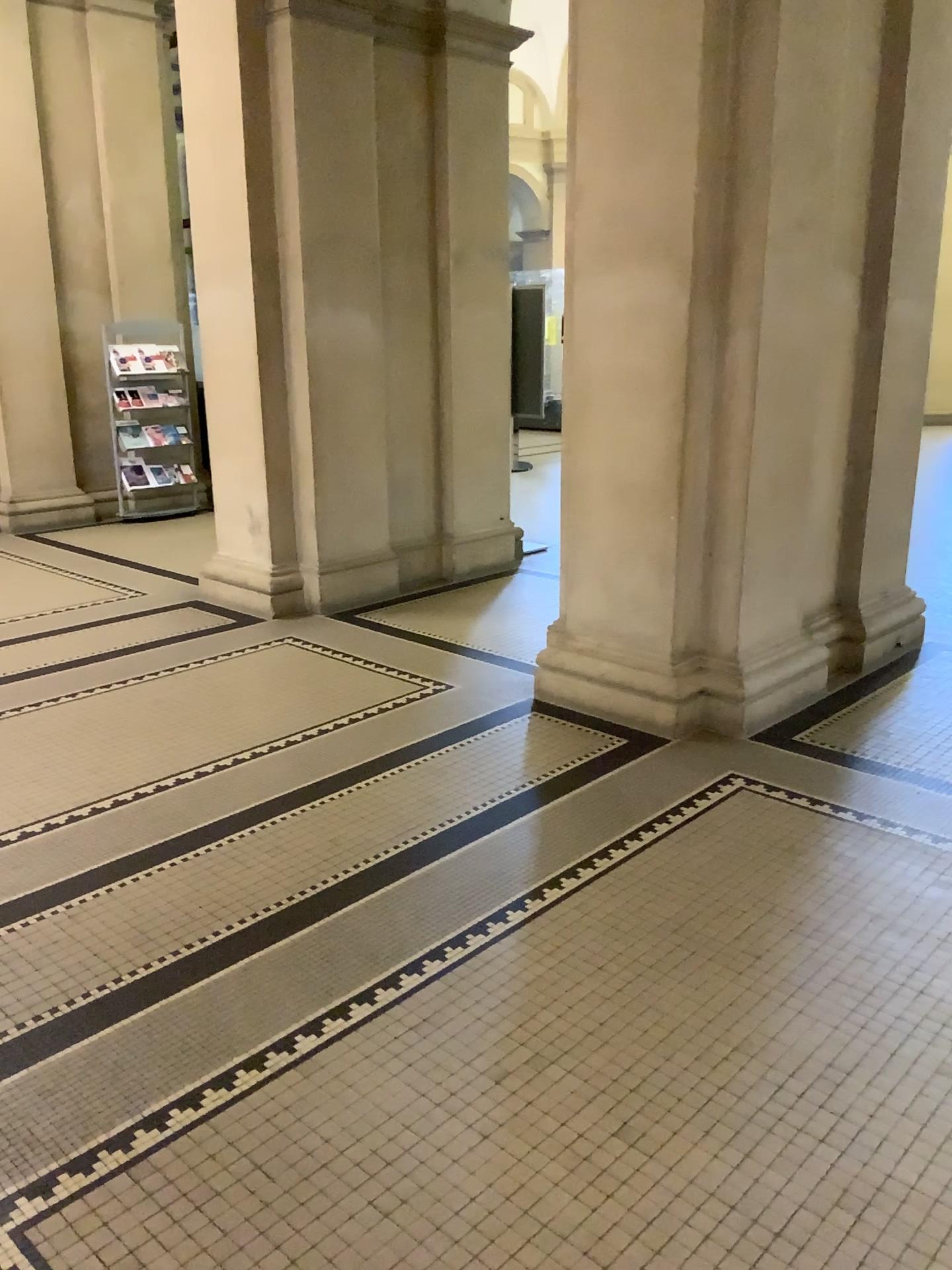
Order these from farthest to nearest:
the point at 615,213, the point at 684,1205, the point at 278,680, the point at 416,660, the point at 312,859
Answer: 1. the point at 416,660
2. the point at 278,680
3. the point at 615,213
4. the point at 312,859
5. the point at 684,1205
